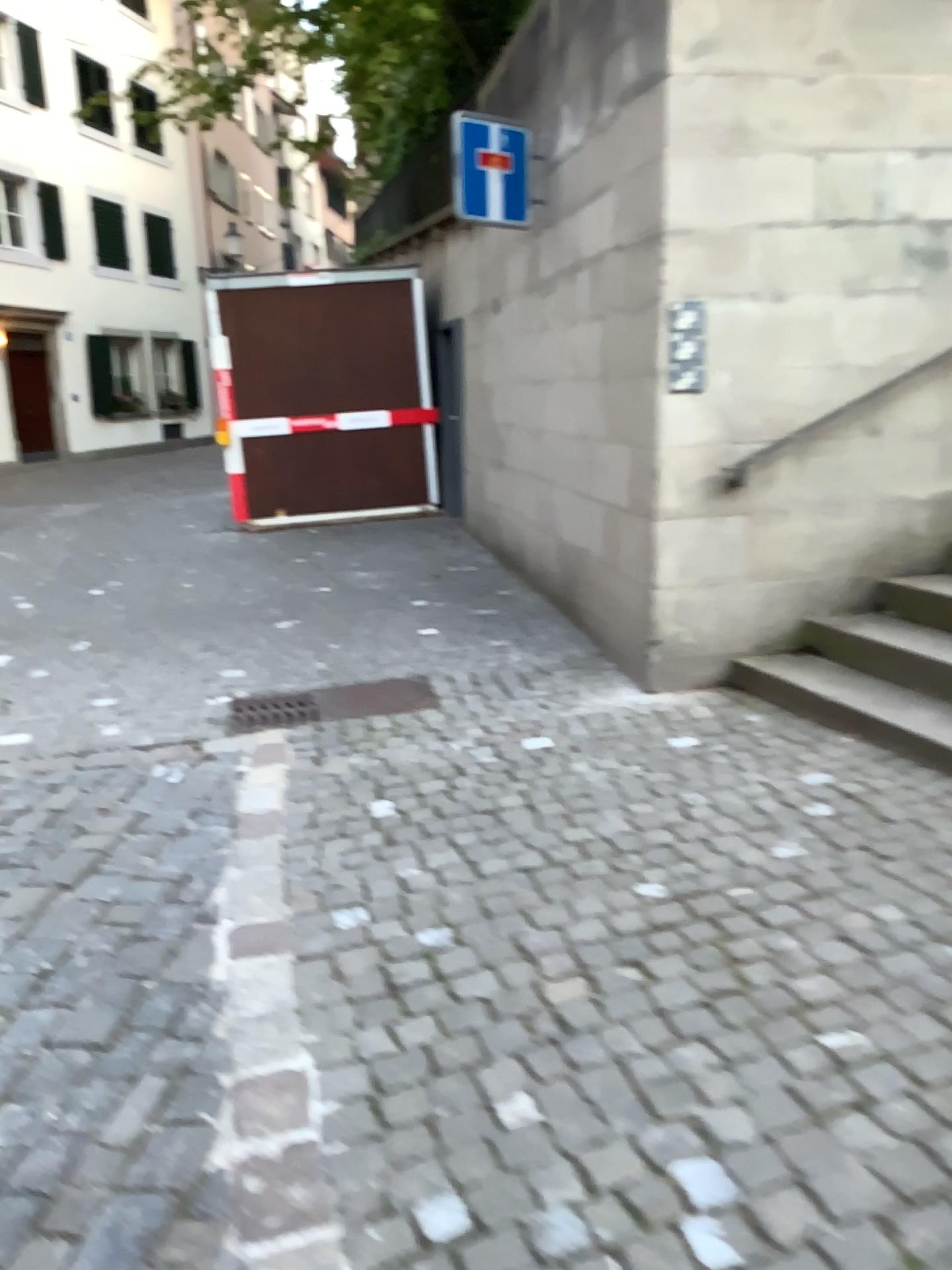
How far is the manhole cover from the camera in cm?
460

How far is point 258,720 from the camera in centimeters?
460cm

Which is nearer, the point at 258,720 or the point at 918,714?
the point at 918,714

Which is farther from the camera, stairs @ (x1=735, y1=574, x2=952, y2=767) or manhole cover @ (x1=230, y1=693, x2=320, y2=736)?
manhole cover @ (x1=230, y1=693, x2=320, y2=736)

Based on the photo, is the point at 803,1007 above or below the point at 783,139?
below
